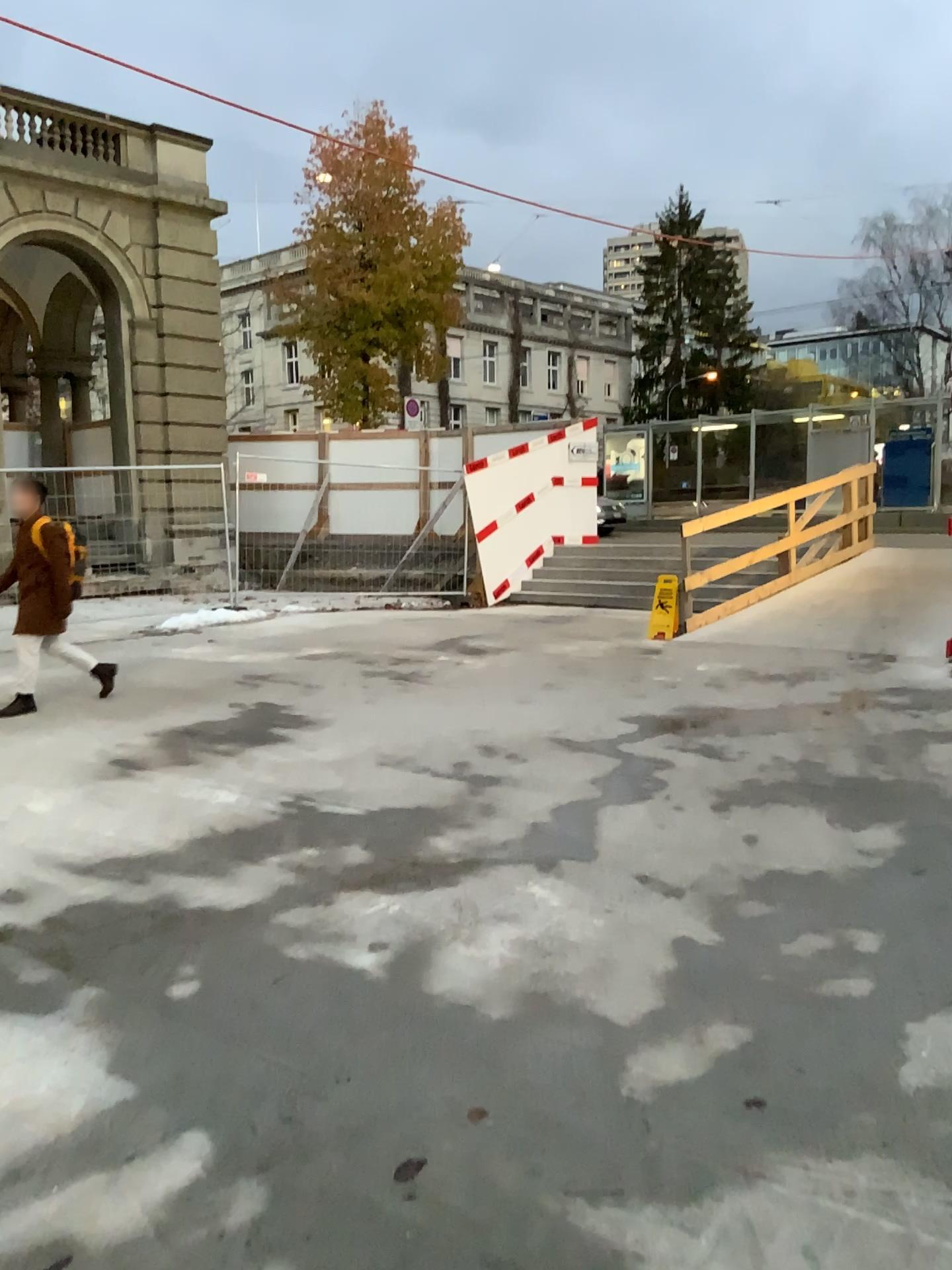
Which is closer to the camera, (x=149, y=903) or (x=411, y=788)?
(x=149, y=903)
